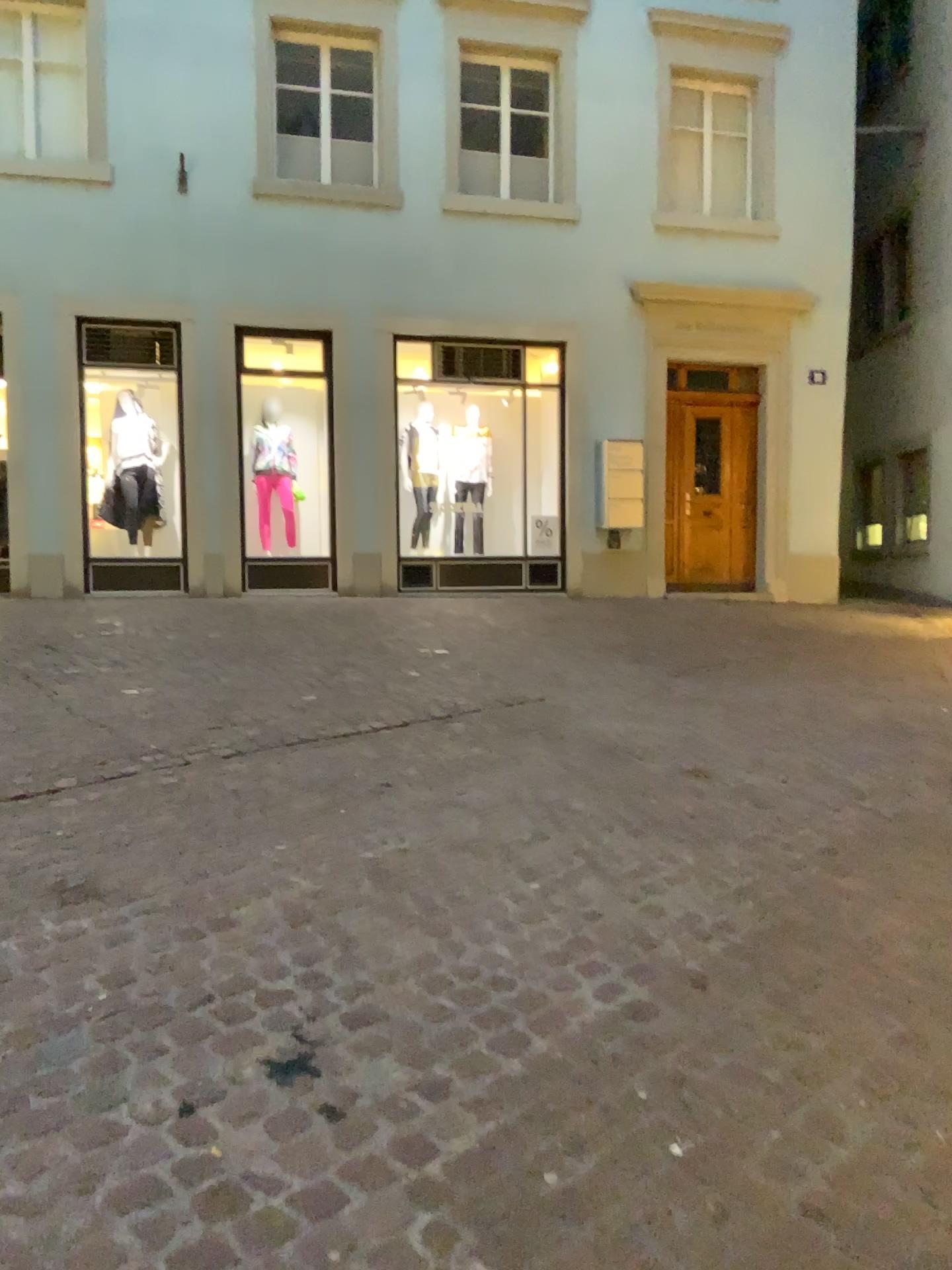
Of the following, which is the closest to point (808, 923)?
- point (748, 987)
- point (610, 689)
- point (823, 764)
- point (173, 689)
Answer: point (748, 987)
